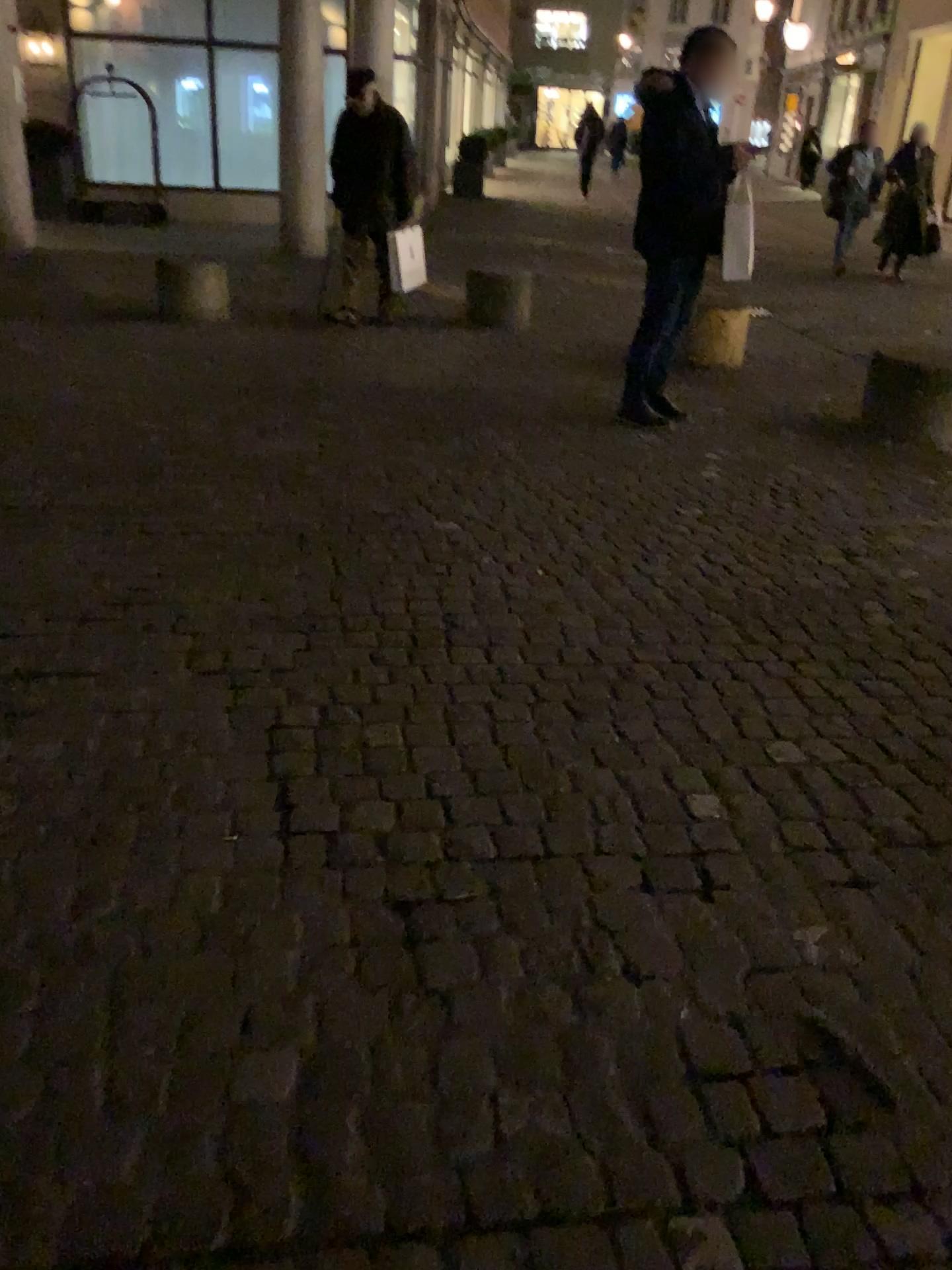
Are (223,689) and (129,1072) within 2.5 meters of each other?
yes
